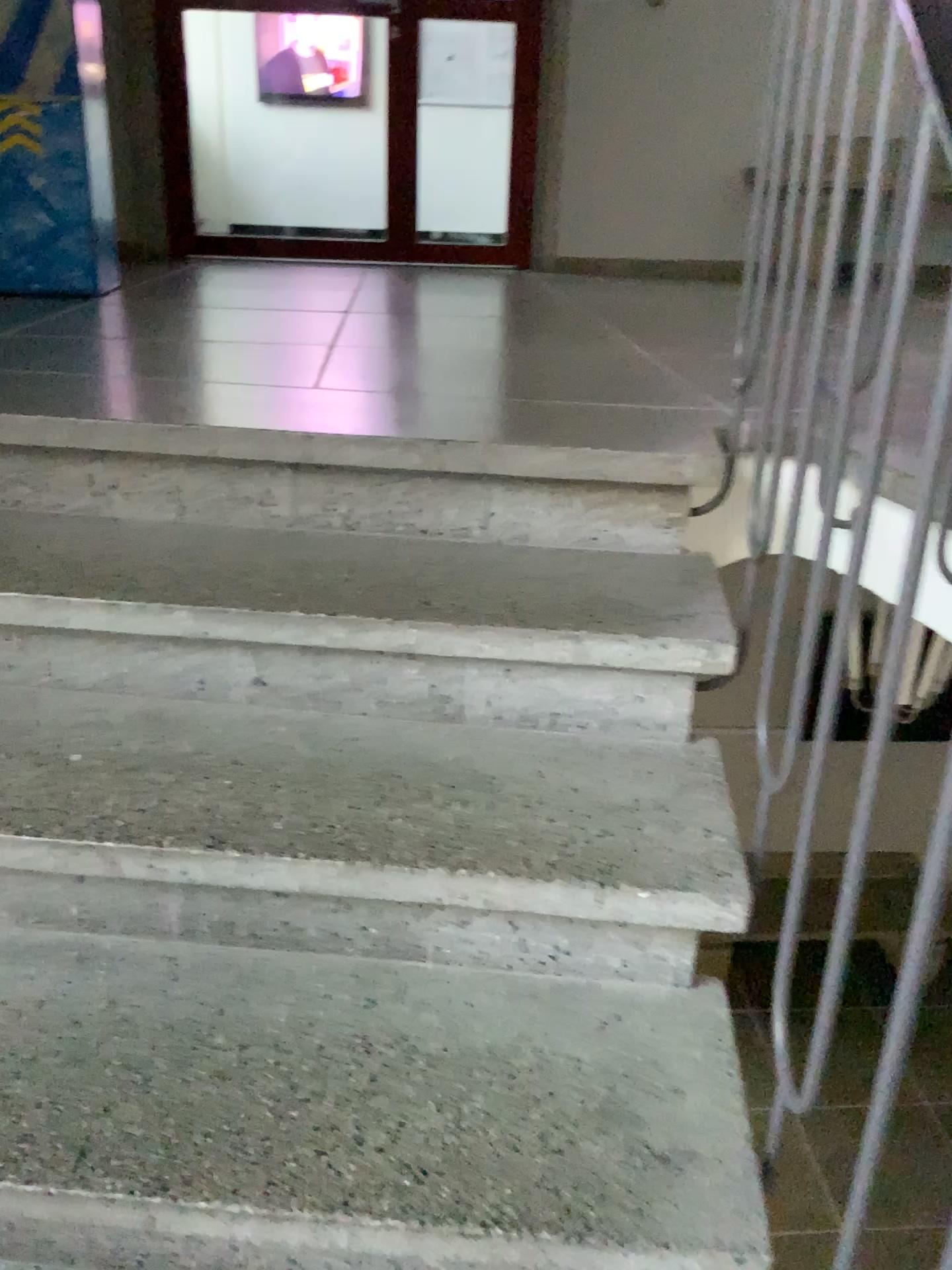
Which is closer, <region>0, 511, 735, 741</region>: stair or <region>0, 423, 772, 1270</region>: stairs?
<region>0, 423, 772, 1270</region>: stairs

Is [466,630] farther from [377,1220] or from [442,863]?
[377,1220]

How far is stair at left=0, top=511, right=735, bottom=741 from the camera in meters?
1.4 m

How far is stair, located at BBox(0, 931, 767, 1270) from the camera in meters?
0.9

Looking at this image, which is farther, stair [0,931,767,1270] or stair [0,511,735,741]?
stair [0,511,735,741]

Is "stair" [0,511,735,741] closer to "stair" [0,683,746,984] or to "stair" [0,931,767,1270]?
"stair" [0,683,746,984]

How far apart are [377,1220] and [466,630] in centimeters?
69cm

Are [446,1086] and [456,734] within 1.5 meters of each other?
yes

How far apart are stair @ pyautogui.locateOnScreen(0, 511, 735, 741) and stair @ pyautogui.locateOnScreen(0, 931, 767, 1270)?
0.33m

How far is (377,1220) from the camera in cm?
94
